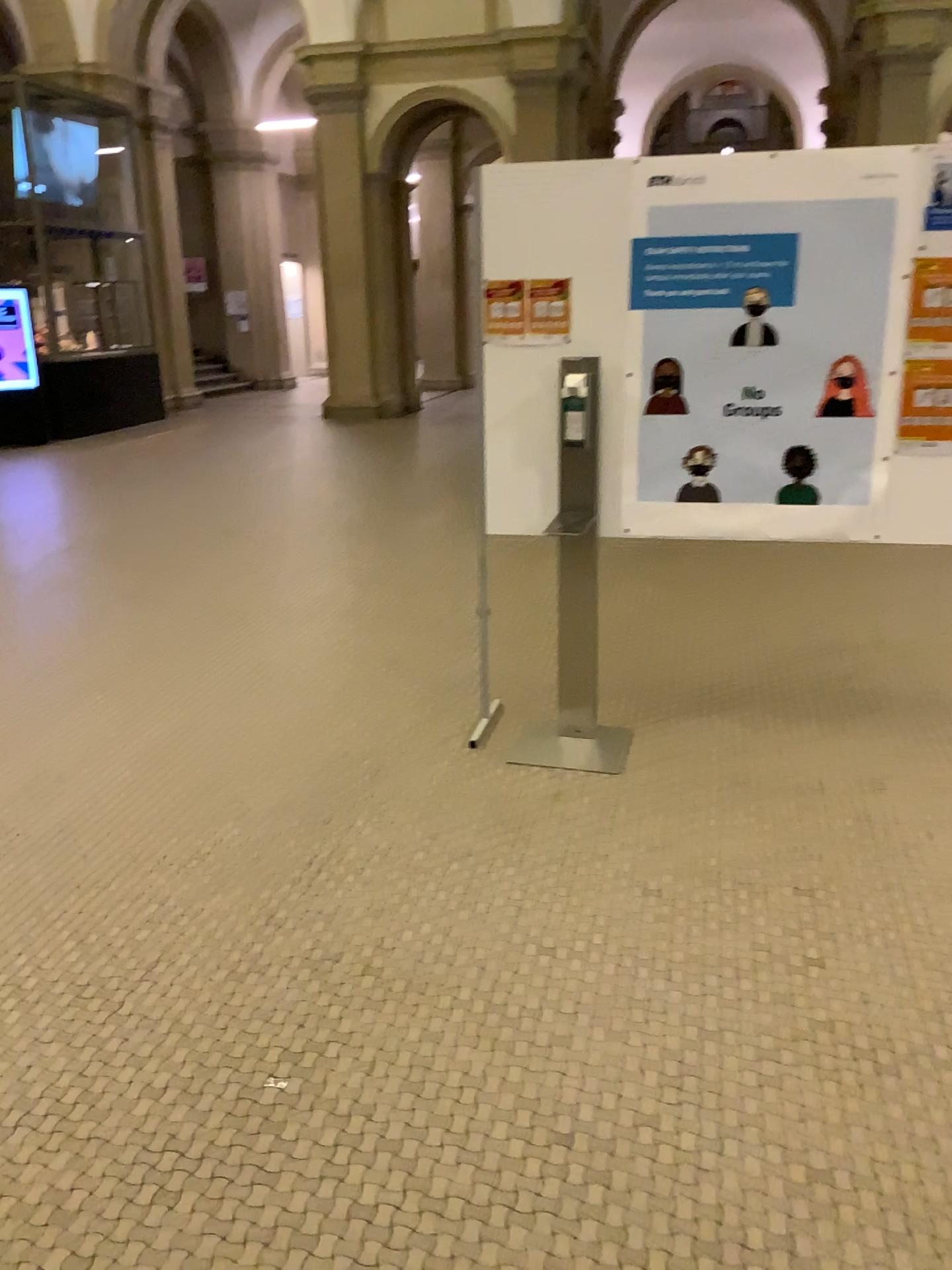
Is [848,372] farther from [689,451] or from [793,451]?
[689,451]

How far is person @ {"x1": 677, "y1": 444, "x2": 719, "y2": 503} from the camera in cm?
349

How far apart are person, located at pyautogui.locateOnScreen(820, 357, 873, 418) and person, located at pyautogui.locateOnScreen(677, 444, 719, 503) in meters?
0.4

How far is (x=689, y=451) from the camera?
3.5m

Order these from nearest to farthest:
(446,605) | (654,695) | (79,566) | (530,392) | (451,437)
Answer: (530,392), (654,695), (446,605), (79,566), (451,437)

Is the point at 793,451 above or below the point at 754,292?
below

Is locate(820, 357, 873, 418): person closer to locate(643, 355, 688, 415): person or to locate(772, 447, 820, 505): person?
locate(772, 447, 820, 505): person

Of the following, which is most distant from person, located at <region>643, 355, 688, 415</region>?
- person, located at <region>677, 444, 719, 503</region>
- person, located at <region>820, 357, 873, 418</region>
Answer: person, located at <region>820, 357, 873, 418</region>

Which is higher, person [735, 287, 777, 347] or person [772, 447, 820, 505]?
person [735, 287, 777, 347]
